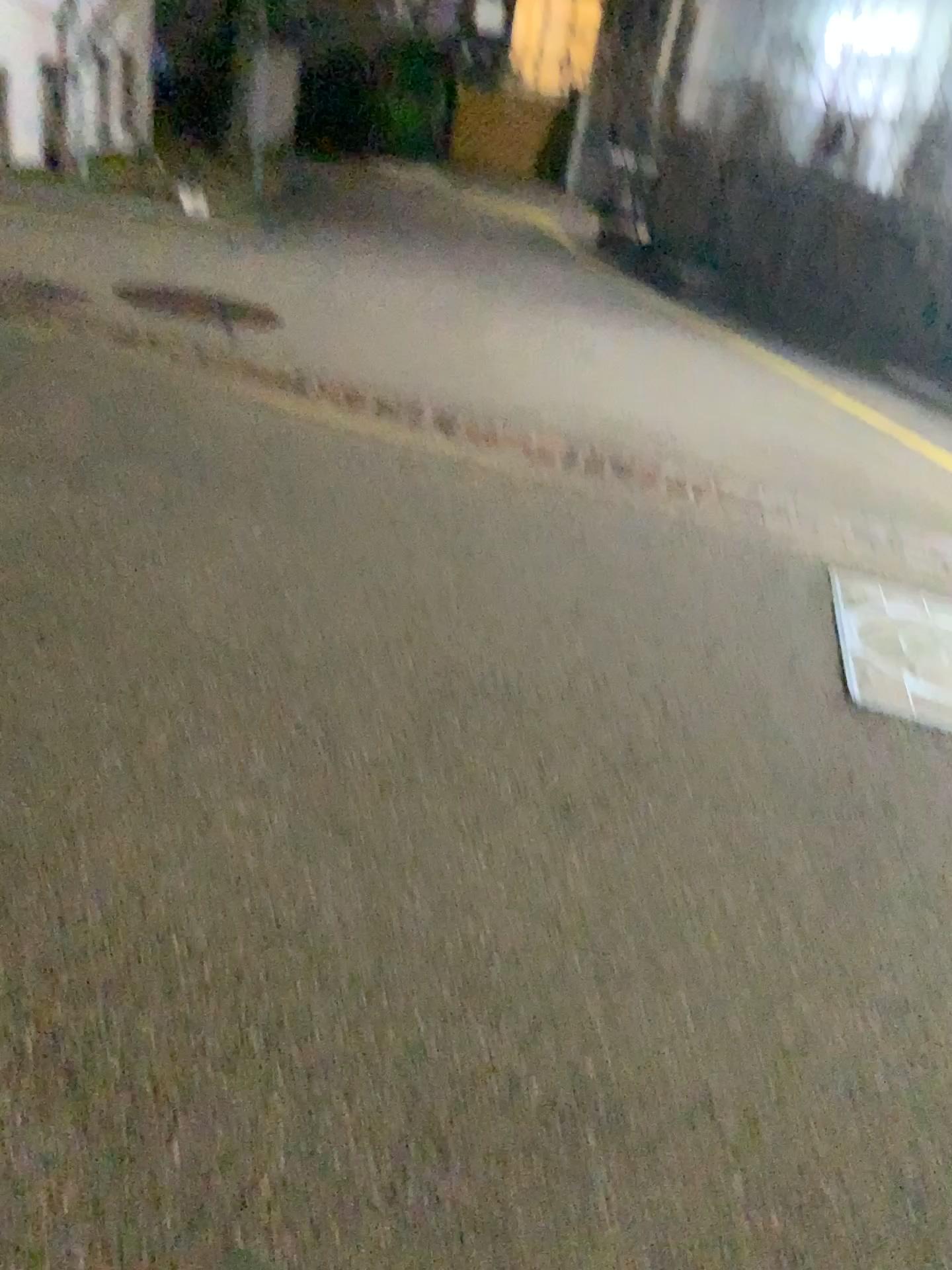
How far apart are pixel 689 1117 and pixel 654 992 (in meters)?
0.29
